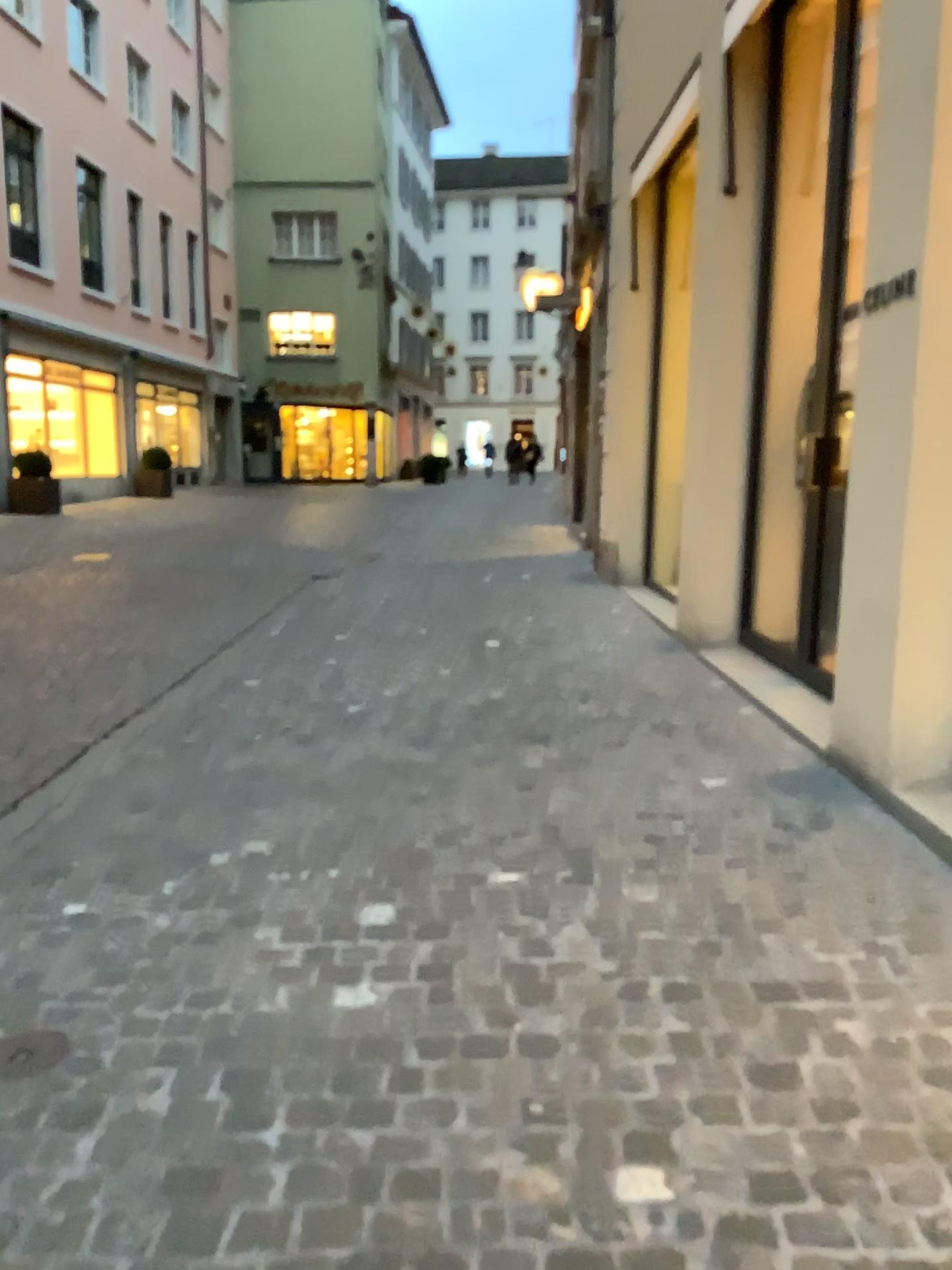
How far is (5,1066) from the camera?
2.1m

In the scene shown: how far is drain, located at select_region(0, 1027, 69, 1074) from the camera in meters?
2.1 m

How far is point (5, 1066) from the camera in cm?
211

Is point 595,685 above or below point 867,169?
below

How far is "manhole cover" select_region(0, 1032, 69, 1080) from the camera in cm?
211
